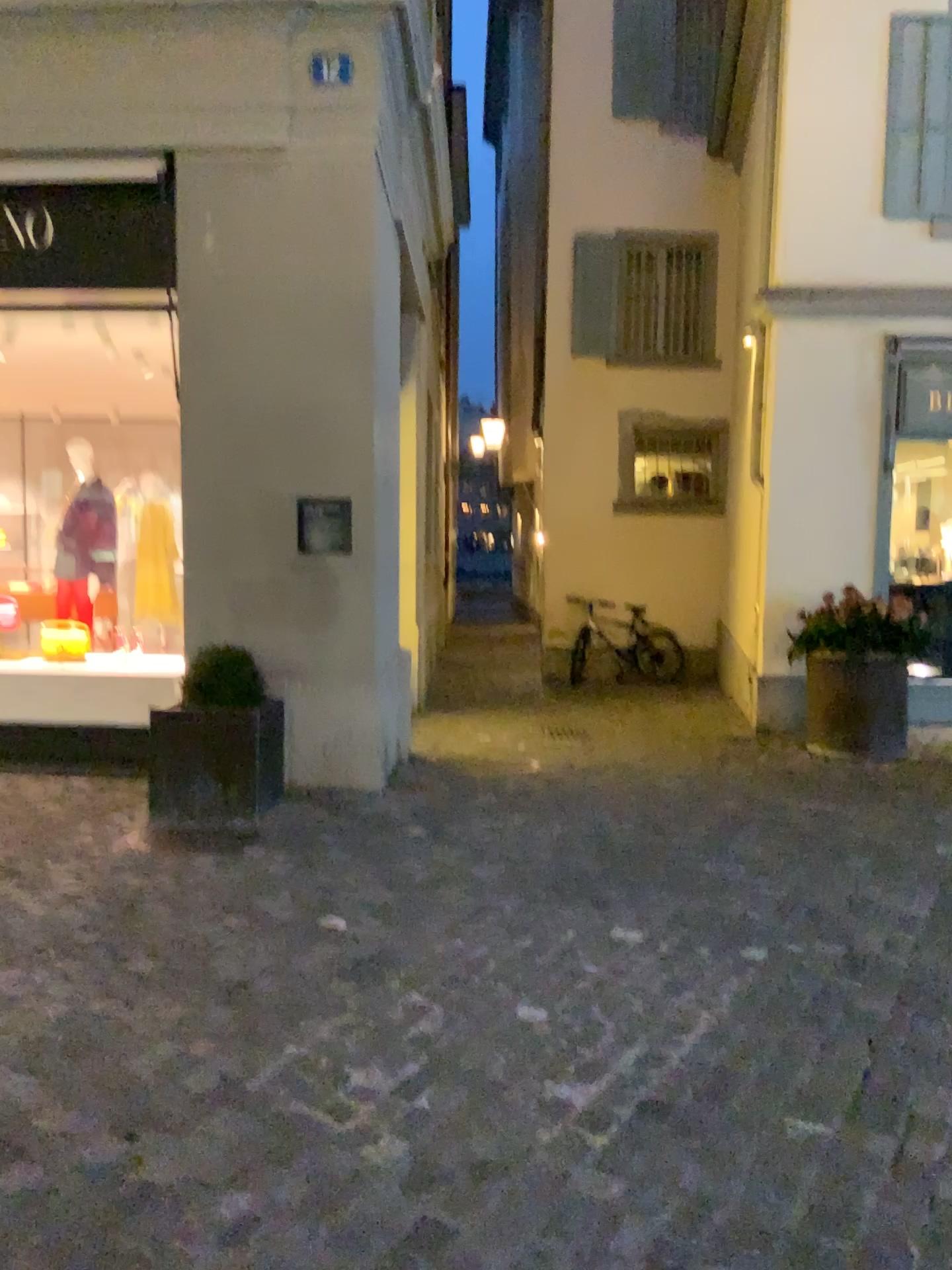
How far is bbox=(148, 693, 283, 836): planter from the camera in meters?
4.9 m

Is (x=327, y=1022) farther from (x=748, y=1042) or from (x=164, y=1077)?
(x=748, y=1042)

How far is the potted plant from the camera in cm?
486

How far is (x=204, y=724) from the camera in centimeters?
486cm

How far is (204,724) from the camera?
4.86m
